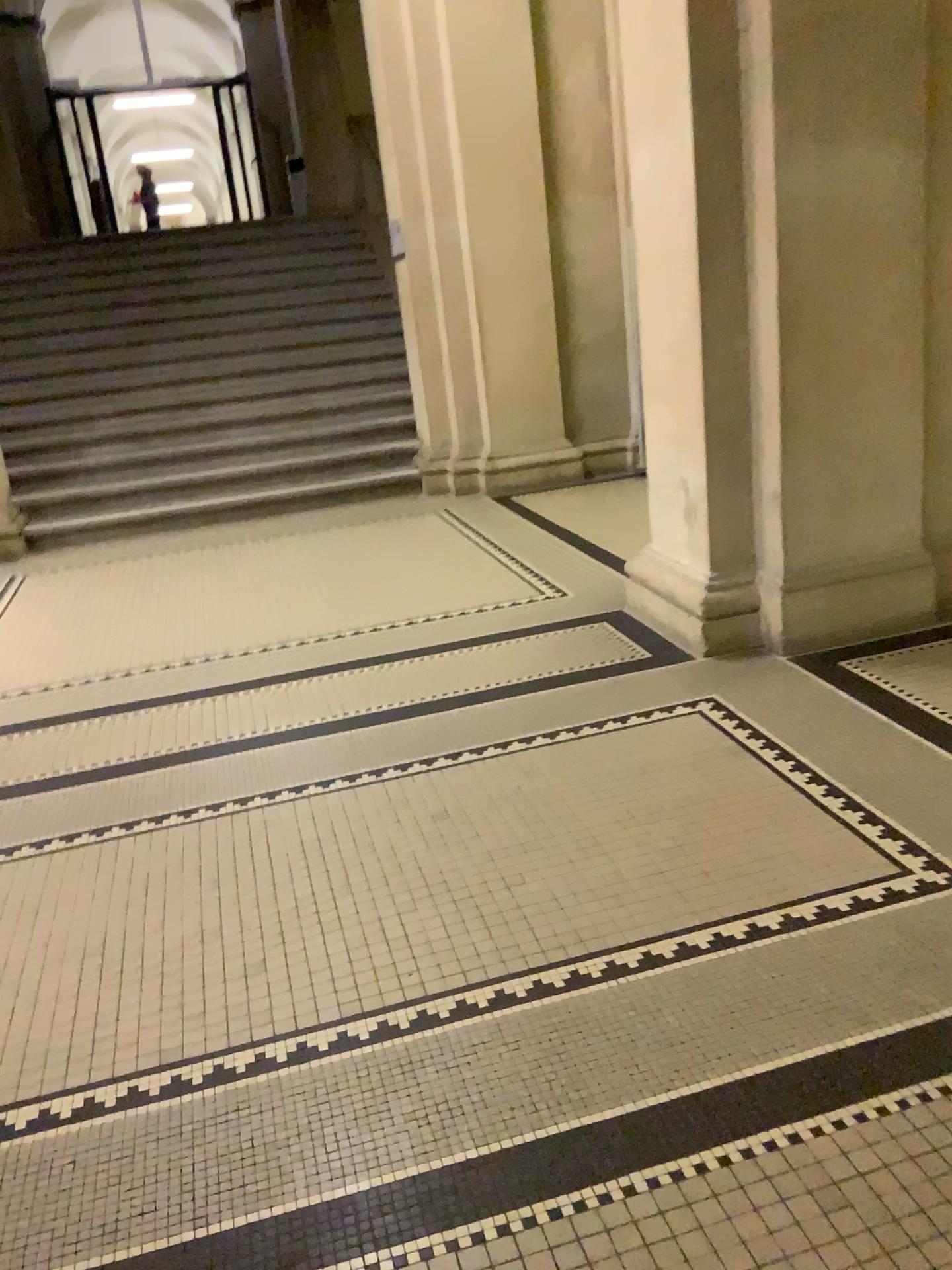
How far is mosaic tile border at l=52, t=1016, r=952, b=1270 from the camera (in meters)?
1.60

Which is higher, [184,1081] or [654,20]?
[654,20]

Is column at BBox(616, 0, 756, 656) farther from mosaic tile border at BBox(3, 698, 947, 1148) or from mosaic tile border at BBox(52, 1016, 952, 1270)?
mosaic tile border at BBox(52, 1016, 952, 1270)

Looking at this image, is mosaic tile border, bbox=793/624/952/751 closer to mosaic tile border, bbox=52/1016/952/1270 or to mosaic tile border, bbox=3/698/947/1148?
mosaic tile border, bbox=3/698/947/1148

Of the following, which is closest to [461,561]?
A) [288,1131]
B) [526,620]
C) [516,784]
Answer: [526,620]

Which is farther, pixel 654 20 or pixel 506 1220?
pixel 654 20

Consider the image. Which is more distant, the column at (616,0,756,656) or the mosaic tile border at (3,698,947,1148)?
the column at (616,0,756,656)

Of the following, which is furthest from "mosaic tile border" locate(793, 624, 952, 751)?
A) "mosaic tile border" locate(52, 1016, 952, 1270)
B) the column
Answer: "mosaic tile border" locate(52, 1016, 952, 1270)

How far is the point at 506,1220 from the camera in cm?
160

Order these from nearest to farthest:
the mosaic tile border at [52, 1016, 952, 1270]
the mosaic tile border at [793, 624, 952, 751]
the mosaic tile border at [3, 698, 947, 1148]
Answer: the mosaic tile border at [52, 1016, 952, 1270], the mosaic tile border at [3, 698, 947, 1148], the mosaic tile border at [793, 624, 952, 751]
